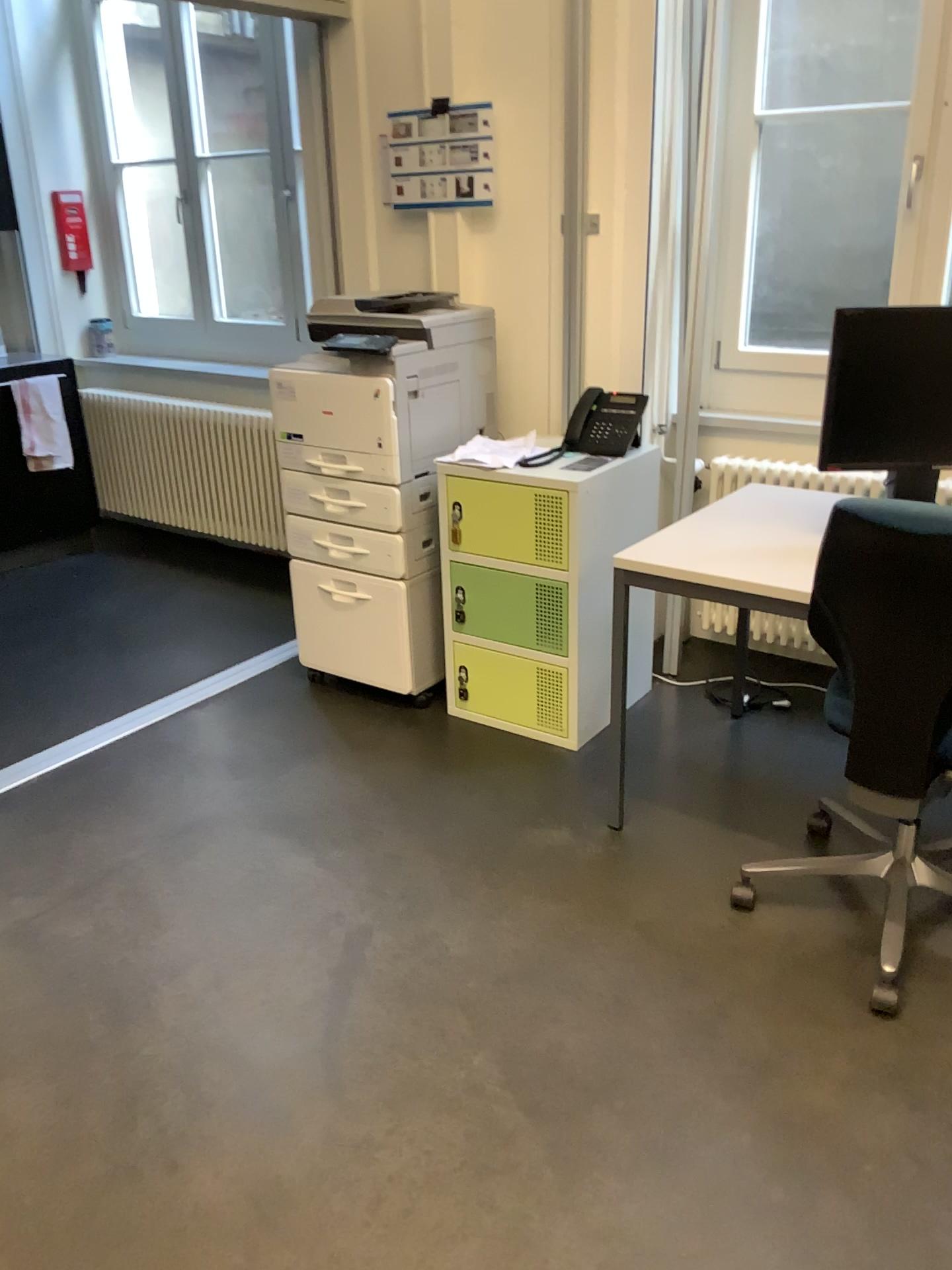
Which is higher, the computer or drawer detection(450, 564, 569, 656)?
the computer

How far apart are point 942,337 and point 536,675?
1.39m

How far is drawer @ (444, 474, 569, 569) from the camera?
2.89m

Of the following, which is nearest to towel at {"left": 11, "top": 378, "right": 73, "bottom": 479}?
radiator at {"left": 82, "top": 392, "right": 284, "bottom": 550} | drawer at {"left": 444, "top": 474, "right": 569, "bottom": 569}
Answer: radiator at {"left": 82, "top": 392, "right": 284, "bottom": 550}

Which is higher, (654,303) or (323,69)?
(323,69)

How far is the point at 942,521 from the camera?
1.86m

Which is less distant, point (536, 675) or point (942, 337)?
point (942, 337)

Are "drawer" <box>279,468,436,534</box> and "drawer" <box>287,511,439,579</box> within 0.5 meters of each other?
yes

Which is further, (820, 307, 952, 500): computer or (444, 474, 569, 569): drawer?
(444, 474, 569, 569): drawer

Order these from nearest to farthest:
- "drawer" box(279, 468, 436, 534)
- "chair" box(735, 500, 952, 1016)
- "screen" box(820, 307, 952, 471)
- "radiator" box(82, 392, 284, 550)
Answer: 1. "chair" box(735, 500, 952, 1016)
2. "screen" box(820, 307, 952, 471)
3. "drawer" box(279, 468, 436, 534)
4. "radiator" box(82, 392, 284, 550)
